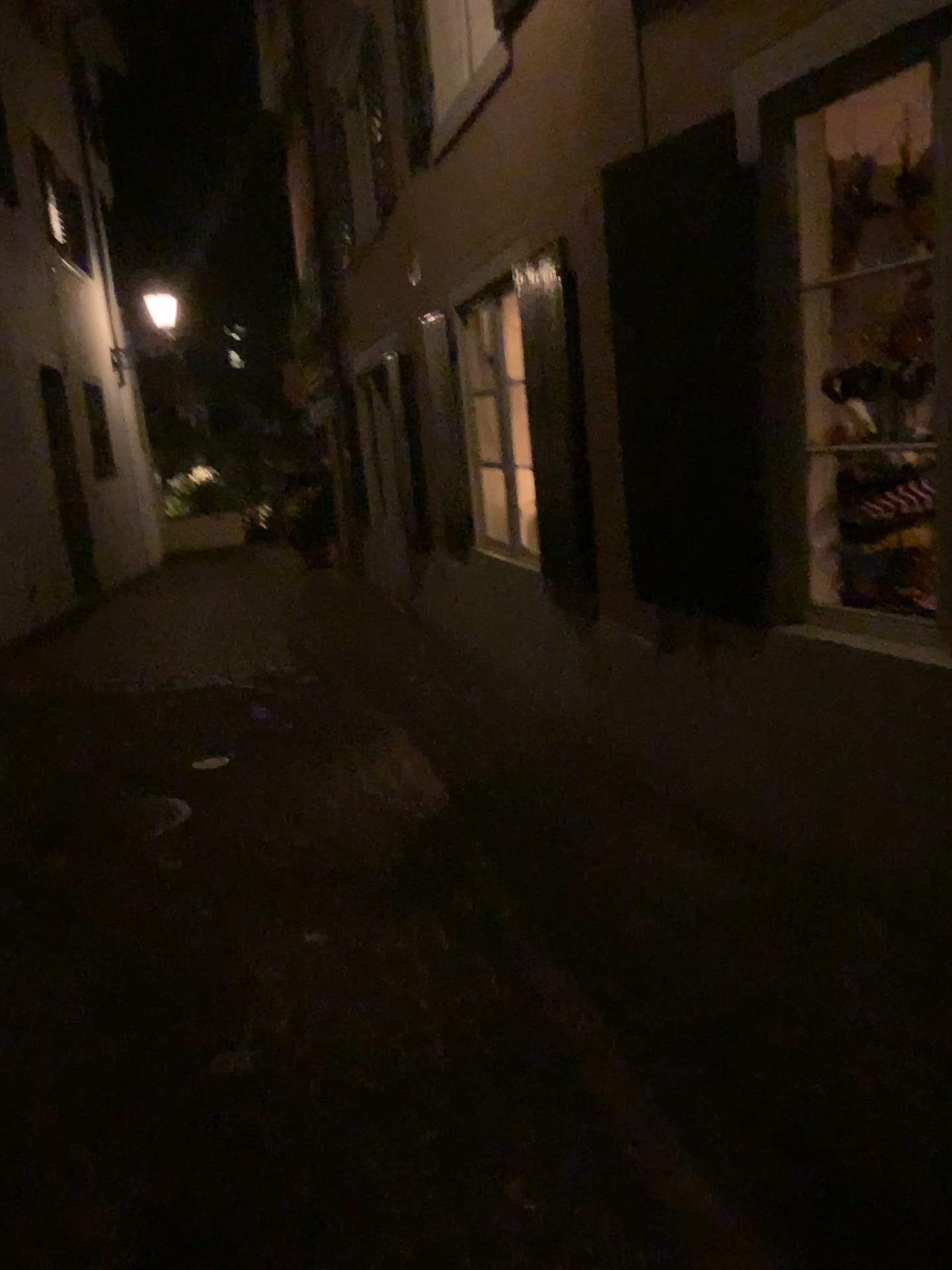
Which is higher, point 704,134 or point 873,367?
point 704,134

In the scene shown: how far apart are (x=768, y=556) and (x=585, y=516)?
1.42m
